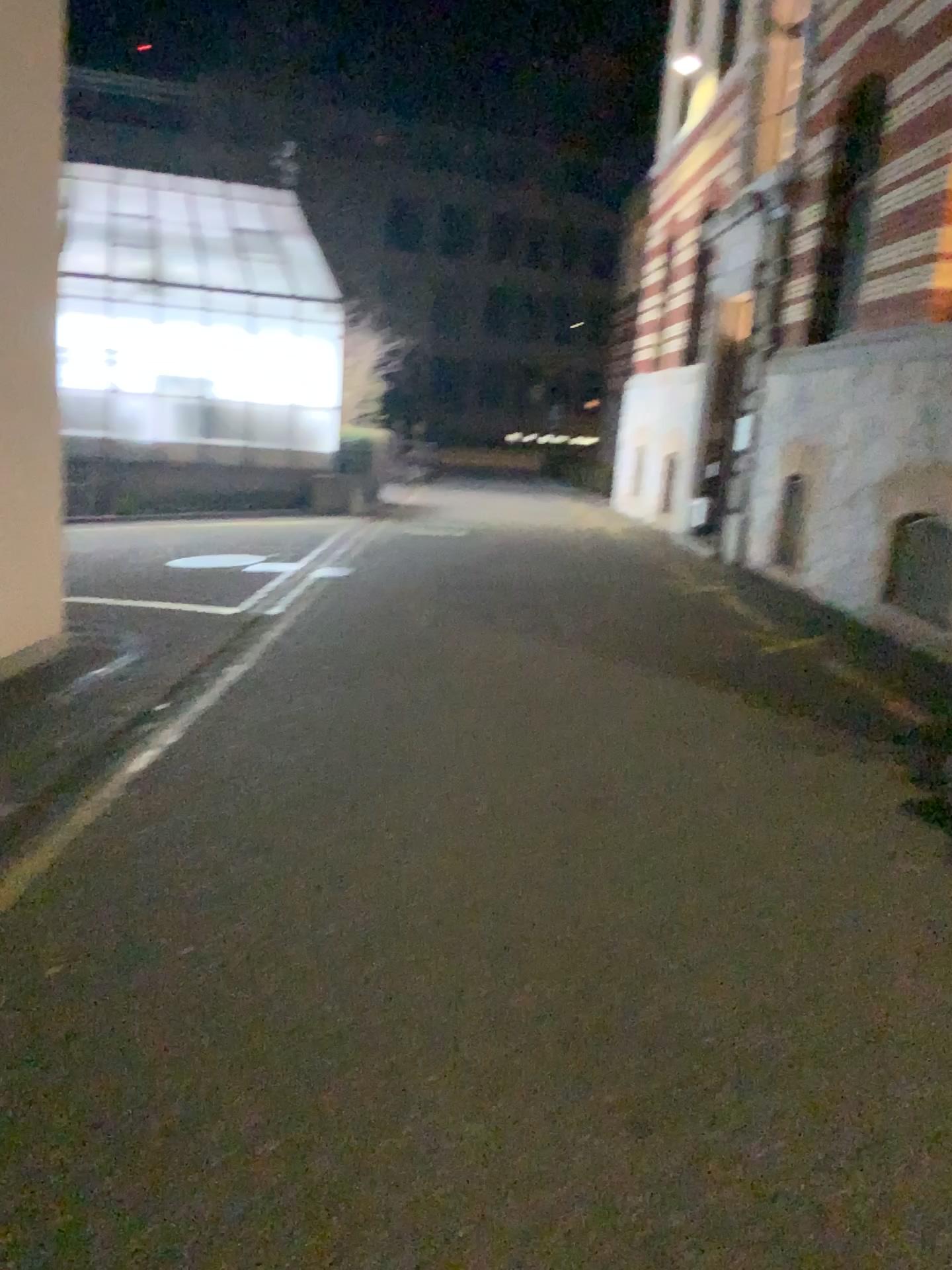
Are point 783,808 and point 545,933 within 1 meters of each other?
no
